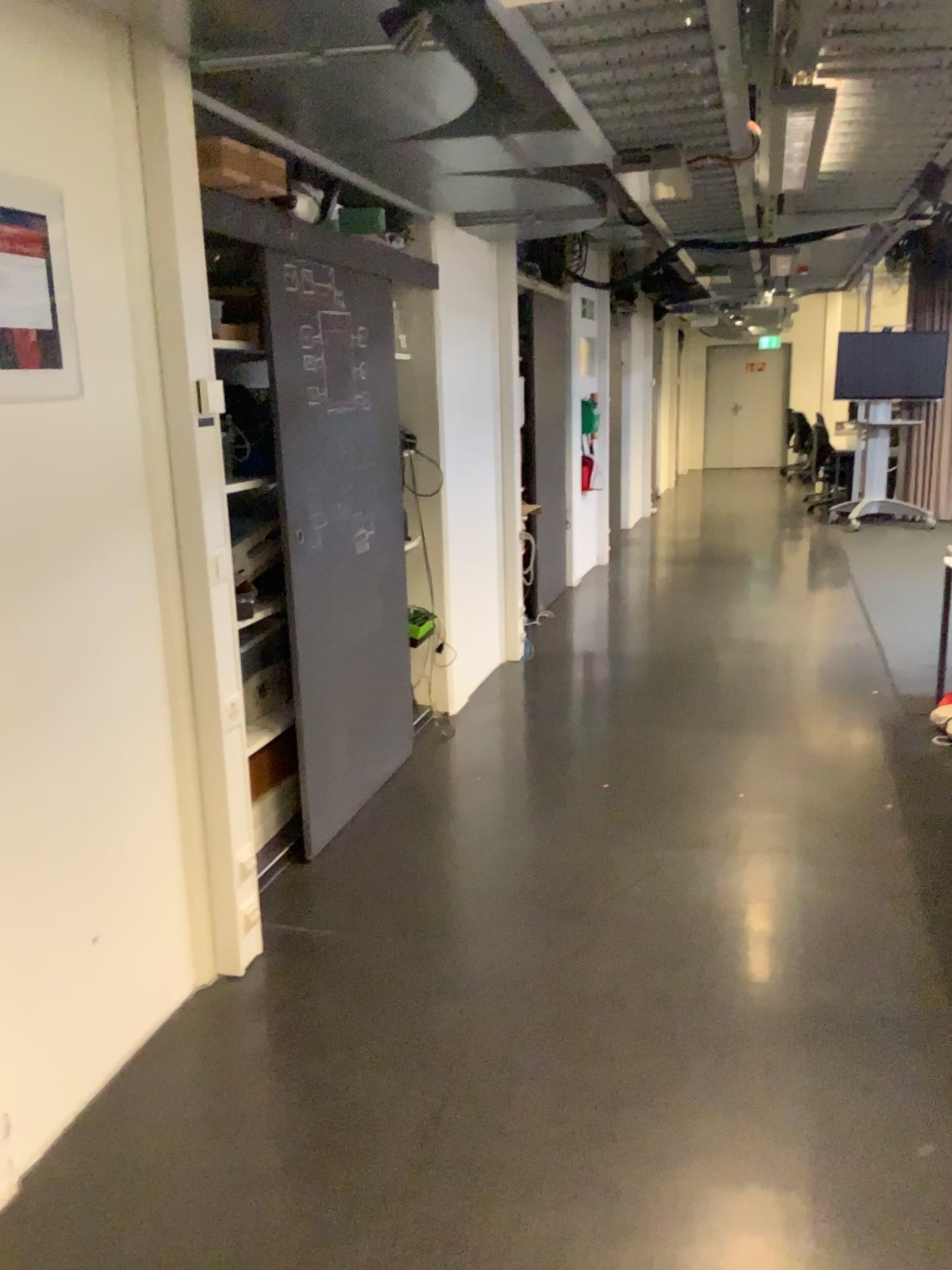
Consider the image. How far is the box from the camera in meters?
2.6

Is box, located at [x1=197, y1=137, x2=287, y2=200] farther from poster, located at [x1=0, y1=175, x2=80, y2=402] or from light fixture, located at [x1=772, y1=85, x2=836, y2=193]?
light fixture, located at [x1=772, y1=85, x2=836, y2=193]

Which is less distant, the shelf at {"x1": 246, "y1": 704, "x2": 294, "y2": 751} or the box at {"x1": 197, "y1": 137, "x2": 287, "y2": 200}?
the box at {"x1": 197, "y1": 137, "x2": 287, "y2": 200}

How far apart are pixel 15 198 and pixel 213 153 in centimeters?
78cm

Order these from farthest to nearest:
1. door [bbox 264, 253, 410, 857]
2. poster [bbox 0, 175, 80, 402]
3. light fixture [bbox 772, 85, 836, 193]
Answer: door [bbox 264, 253, 410, 857] → light fixture [bbox 772, 85, 836, 193] → poster [bbox 0, 175, 80, 402]

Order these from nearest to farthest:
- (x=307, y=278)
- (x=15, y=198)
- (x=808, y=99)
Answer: (x=15, y=198)
(x=808, y=99)
(x=307, y=278)

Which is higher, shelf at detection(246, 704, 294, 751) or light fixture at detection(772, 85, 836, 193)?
light fixture at detection(772, 85, 836, 193)

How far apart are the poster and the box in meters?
0.6 m

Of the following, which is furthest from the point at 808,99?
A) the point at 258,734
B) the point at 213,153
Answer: the point at 258,734

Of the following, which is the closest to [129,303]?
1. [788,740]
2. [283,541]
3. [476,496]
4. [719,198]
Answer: [283,541]
